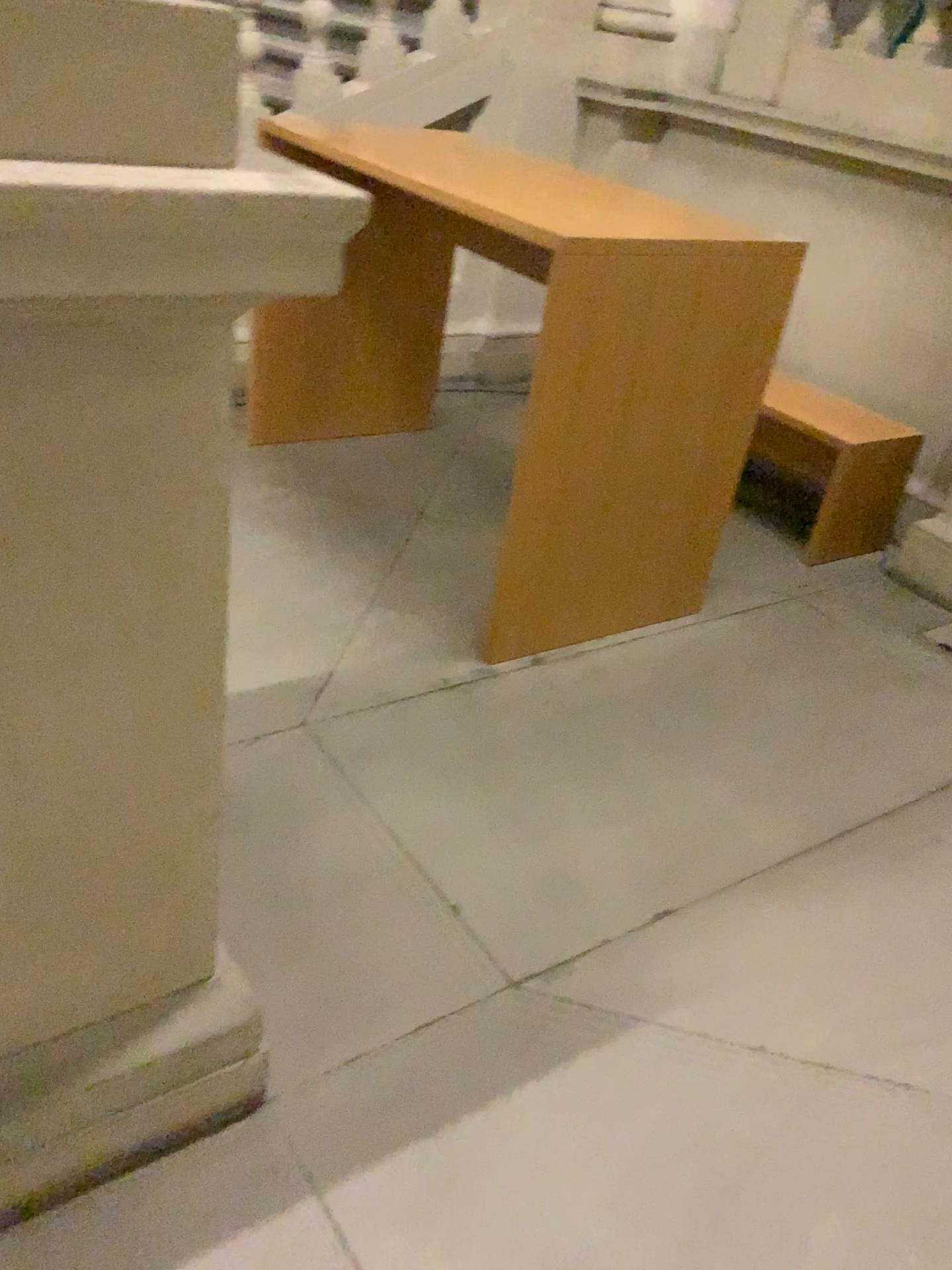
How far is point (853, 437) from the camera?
3.5m

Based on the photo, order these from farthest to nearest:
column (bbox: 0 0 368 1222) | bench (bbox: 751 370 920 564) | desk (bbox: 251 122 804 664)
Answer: bench (bbox: 751 370 920 564) < desk (bbox: 251 122 804 664) < column (bbox: 0 0 368 1222)

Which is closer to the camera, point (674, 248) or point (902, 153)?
point (674, 248)

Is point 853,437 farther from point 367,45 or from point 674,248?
point 367,45

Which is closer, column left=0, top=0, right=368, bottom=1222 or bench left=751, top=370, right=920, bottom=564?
column left=0, top=0, right=368, bottom=1222

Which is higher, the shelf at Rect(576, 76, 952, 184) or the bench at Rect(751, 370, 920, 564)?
the shelf at Rect(576, 76, 952, 184)

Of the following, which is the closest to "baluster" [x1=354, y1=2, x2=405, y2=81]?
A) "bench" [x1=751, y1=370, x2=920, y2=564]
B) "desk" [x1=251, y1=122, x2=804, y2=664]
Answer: Answer: "desk" [x1=251, y1=122, x2=804, y2=664]

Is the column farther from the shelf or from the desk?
the shelf

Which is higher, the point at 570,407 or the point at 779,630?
the point at 570,407

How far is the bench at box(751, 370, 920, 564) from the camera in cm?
352
